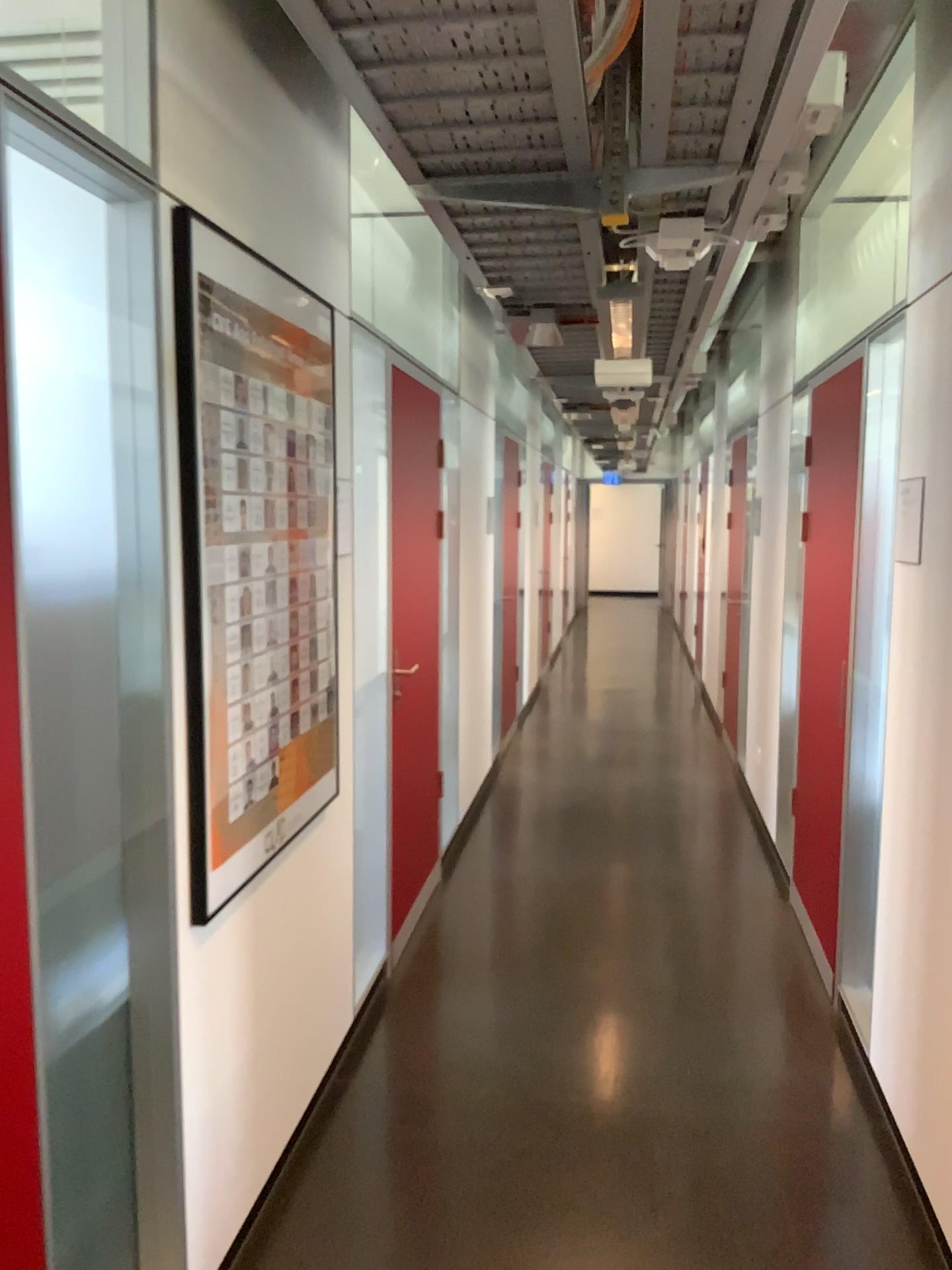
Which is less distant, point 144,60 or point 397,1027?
point 144,60

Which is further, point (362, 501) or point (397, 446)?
point (397, 446)

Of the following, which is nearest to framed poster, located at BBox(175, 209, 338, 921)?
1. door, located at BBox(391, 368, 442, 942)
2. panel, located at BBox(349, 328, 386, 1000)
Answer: panel, located at BBox(349, 328, 386, 1000)

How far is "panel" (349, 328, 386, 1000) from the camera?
3.2 meters

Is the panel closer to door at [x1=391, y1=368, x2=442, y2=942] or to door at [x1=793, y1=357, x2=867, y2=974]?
door at [x1=391, y1=368, x2=442, y2=942]

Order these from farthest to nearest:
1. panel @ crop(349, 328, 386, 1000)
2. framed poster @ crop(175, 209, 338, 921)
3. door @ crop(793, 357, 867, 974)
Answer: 1. door @ crop(793, 357, 867, 974)
2. panel @ crop(349, 328, 386, 1000)
3. framed poster @ crop(175, 209, 338, 921)

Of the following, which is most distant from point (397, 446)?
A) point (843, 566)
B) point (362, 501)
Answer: point (843, 566)

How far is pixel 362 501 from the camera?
3.2 meters

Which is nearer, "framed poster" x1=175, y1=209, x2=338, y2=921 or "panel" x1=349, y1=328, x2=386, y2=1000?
"framed poster" x1=175, y1=209, x2=338, y2=921
